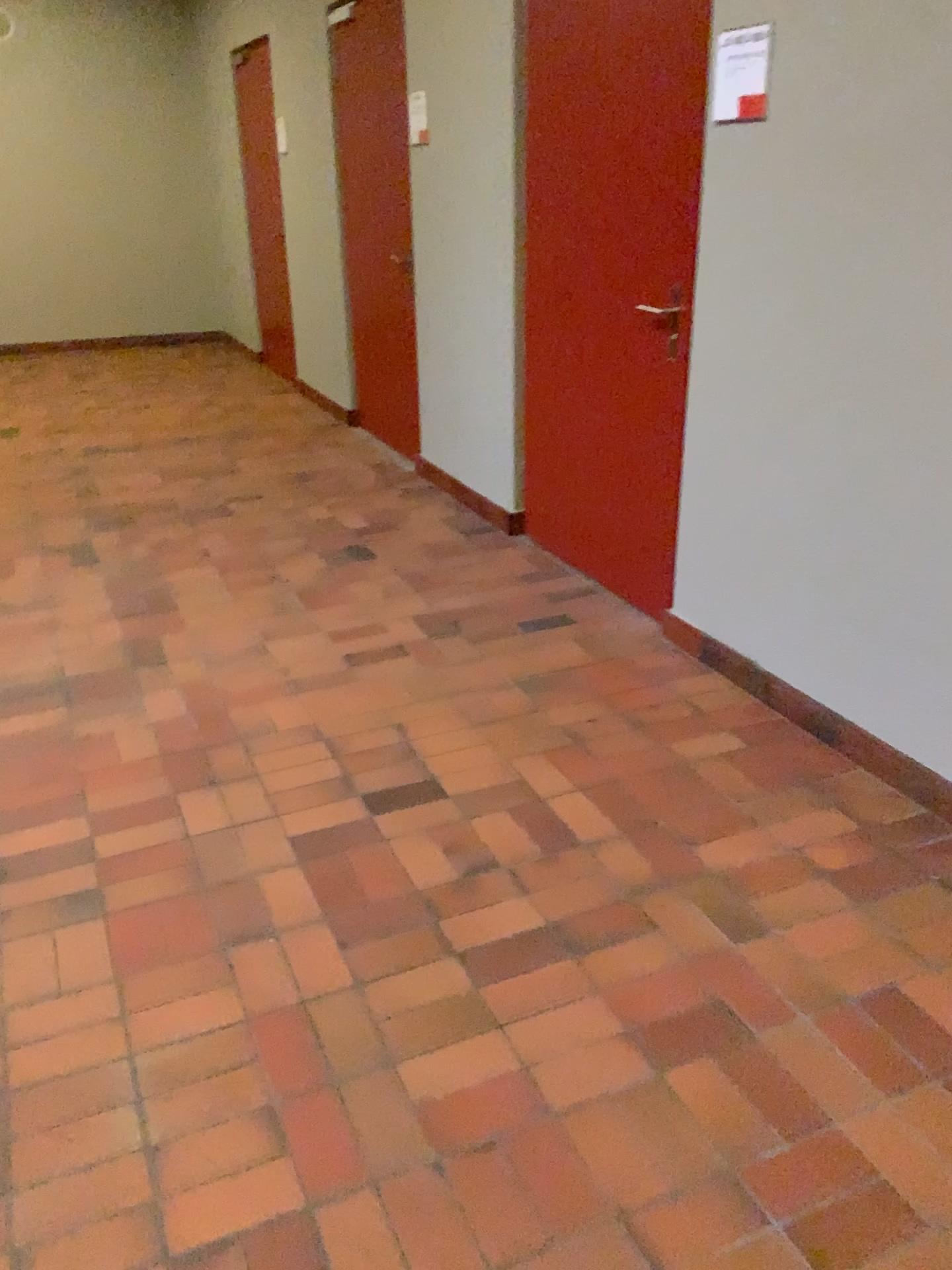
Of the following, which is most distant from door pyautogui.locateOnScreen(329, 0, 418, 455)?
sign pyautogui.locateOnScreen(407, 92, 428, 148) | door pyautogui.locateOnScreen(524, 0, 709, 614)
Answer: door pyautogui.locateOnScreen(524, 0, 709, 614)

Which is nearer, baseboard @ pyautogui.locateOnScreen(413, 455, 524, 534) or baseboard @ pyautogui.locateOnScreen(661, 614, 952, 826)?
baseboard @ pyautogui.locateOnScreen(661, 614, 952, 826)

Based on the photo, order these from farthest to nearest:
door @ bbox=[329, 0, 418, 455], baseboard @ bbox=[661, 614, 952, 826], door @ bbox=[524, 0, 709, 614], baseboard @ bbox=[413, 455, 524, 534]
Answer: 1. door @ bbox=[329, 0, 418, 455]
2. baseboard @ bbox=[413, 455, 524, 534]
3. door @ bbox=[524, 0, 709, 614]
4. baseboard @ bbox=[661, 614, 952, 826]

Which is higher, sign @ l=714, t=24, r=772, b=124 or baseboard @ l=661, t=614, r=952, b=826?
sign @ l=714, t=24, r=772, b=124

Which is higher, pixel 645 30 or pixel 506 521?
pixel 645 30

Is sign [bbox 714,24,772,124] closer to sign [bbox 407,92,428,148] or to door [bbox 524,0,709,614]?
door [bbox 524,0,709,614]

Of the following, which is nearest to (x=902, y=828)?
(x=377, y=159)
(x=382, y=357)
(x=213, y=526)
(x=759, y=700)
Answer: (x=759, y=700)

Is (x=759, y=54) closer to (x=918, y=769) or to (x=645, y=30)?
(x=645, y=30)

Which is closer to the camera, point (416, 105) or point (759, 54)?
point (759, 54)

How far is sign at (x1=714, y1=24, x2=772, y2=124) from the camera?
2.6m
